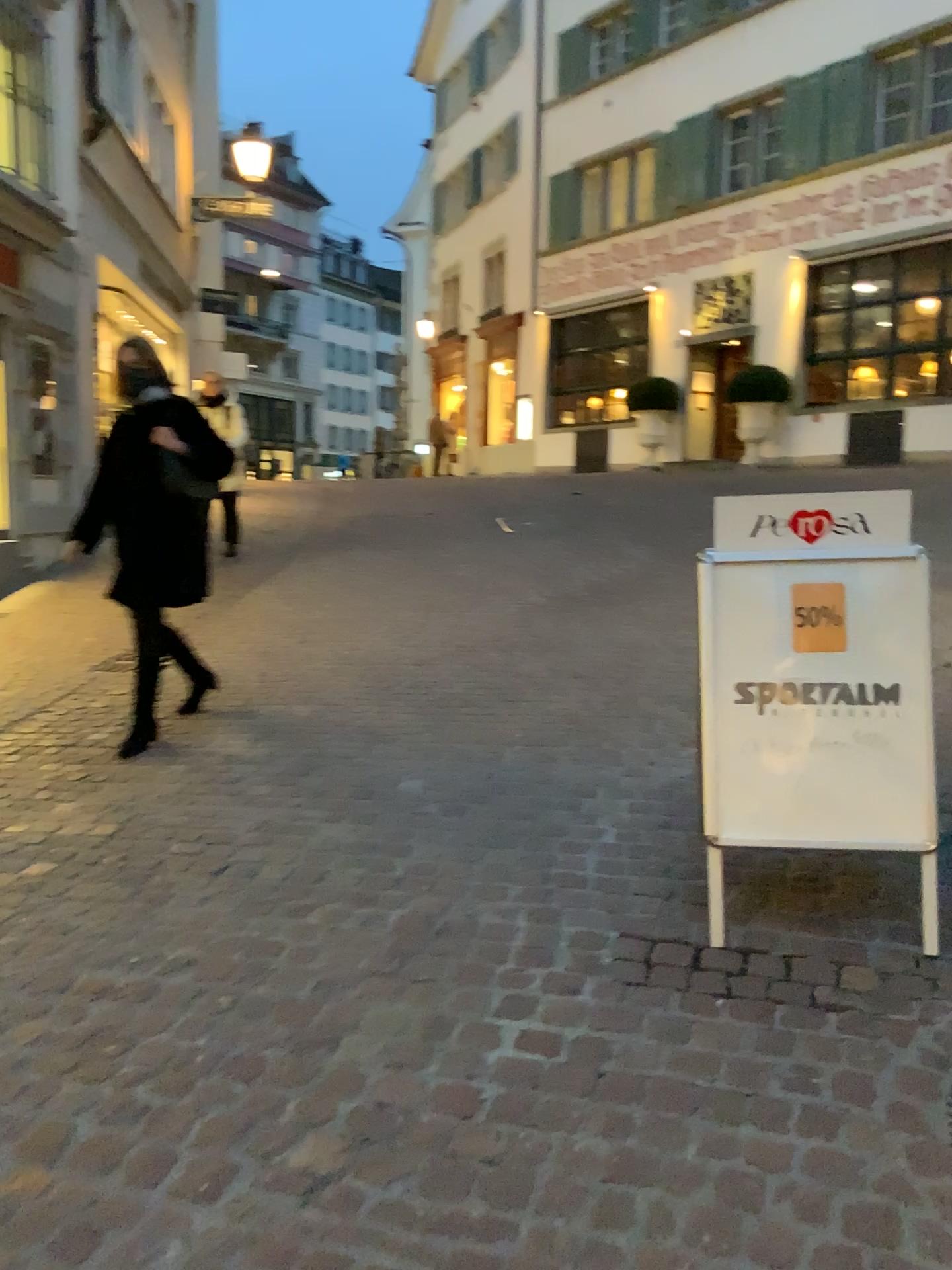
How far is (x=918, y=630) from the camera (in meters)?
2.53

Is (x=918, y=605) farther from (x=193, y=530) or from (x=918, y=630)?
(x=193, y=530)

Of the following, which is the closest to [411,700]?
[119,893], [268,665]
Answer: [268,665]

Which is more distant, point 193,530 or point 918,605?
point 193,530

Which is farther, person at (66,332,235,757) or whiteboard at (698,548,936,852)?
person at (66,332,235,757)

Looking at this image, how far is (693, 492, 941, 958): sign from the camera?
2.5m

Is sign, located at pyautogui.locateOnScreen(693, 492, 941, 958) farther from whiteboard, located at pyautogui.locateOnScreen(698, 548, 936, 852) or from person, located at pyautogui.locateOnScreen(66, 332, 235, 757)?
person, located at pyautogui.locateOnScreen(66, 332, 235, 757)

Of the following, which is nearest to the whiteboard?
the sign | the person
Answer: the sign

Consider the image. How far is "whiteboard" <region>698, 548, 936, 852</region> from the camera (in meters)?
2.53
